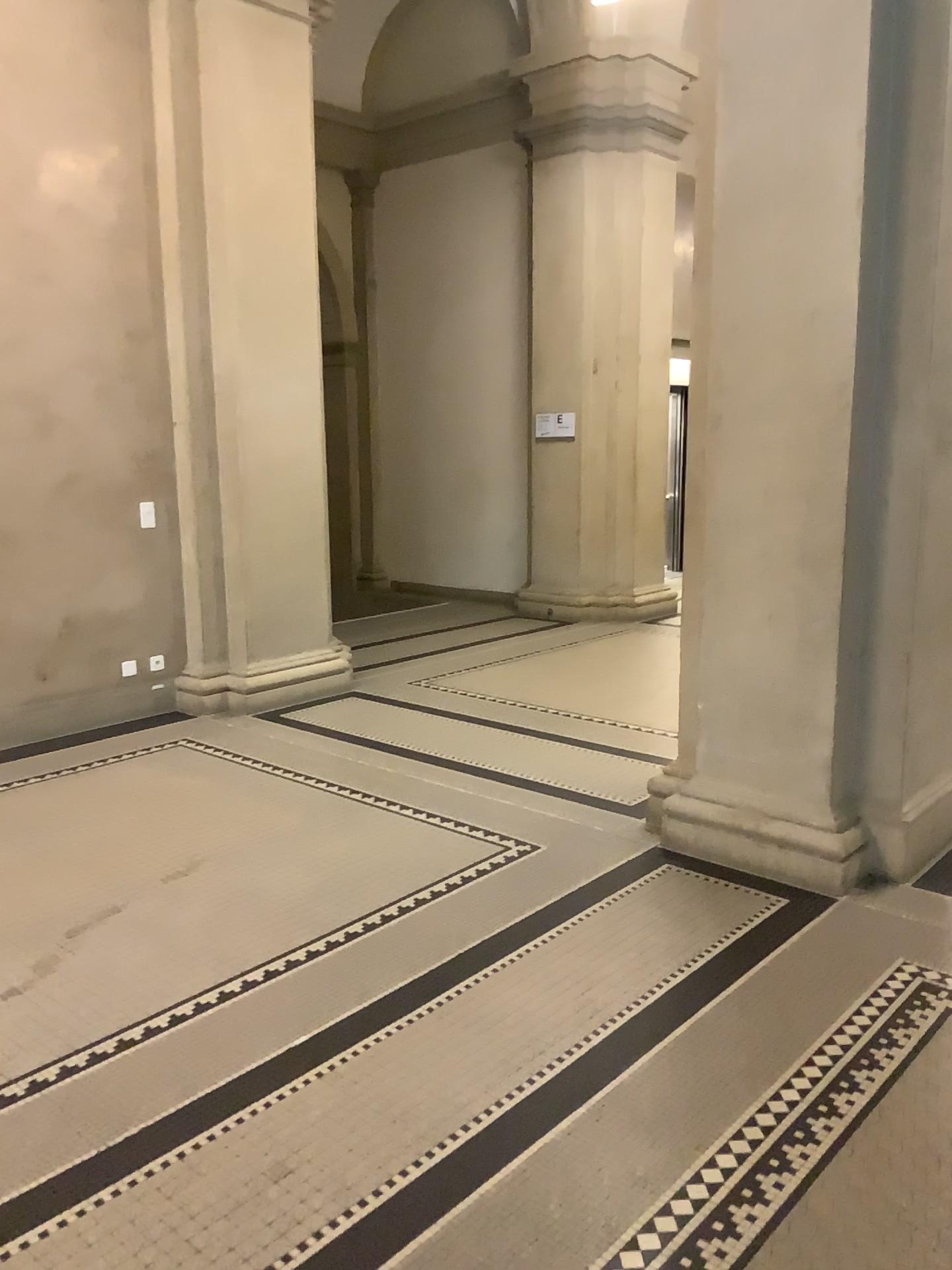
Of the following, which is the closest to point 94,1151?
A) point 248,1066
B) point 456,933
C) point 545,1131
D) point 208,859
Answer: point 248,1066
